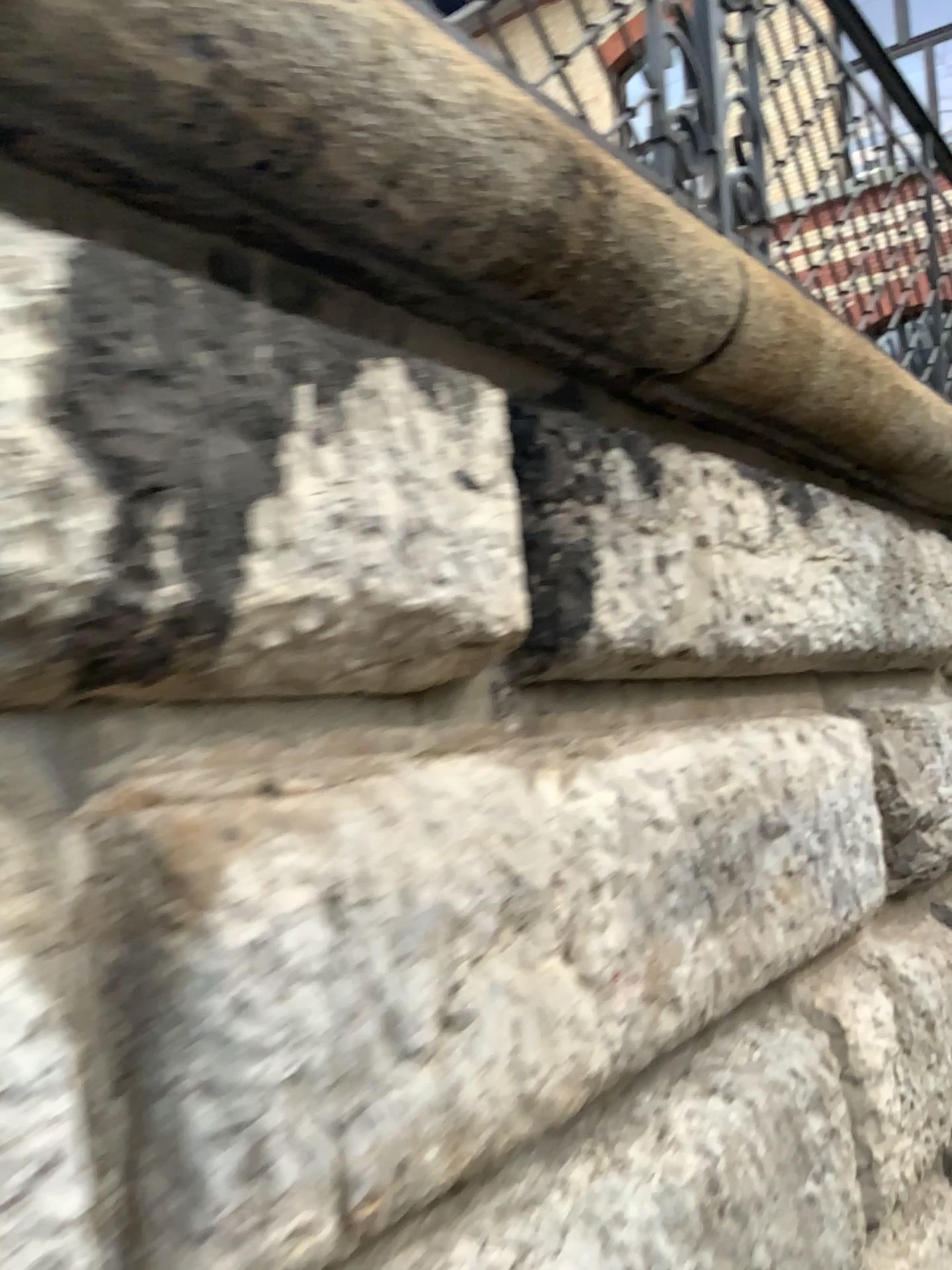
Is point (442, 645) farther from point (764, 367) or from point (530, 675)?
point (764, 367)
